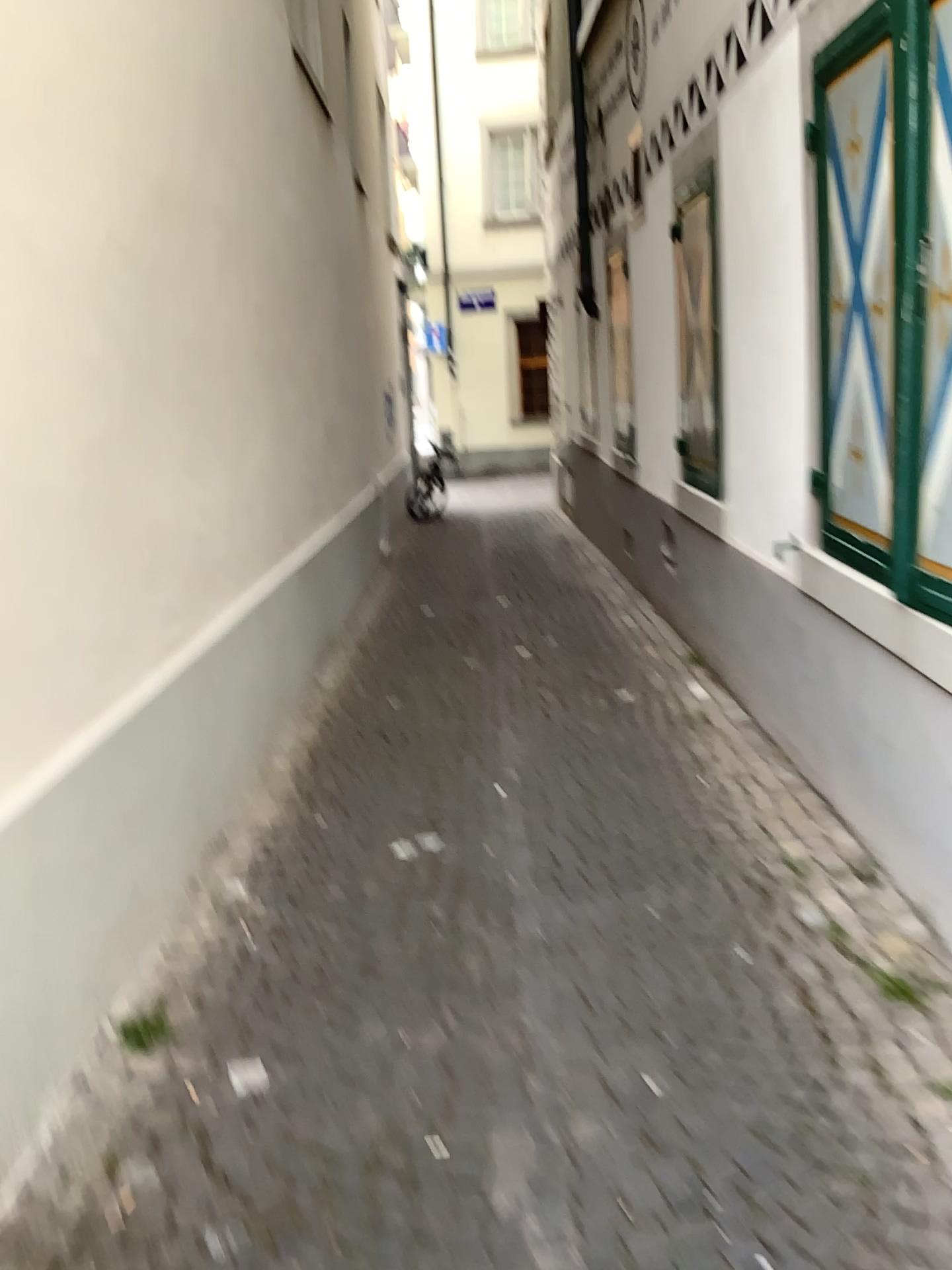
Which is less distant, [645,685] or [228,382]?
[228,382]
